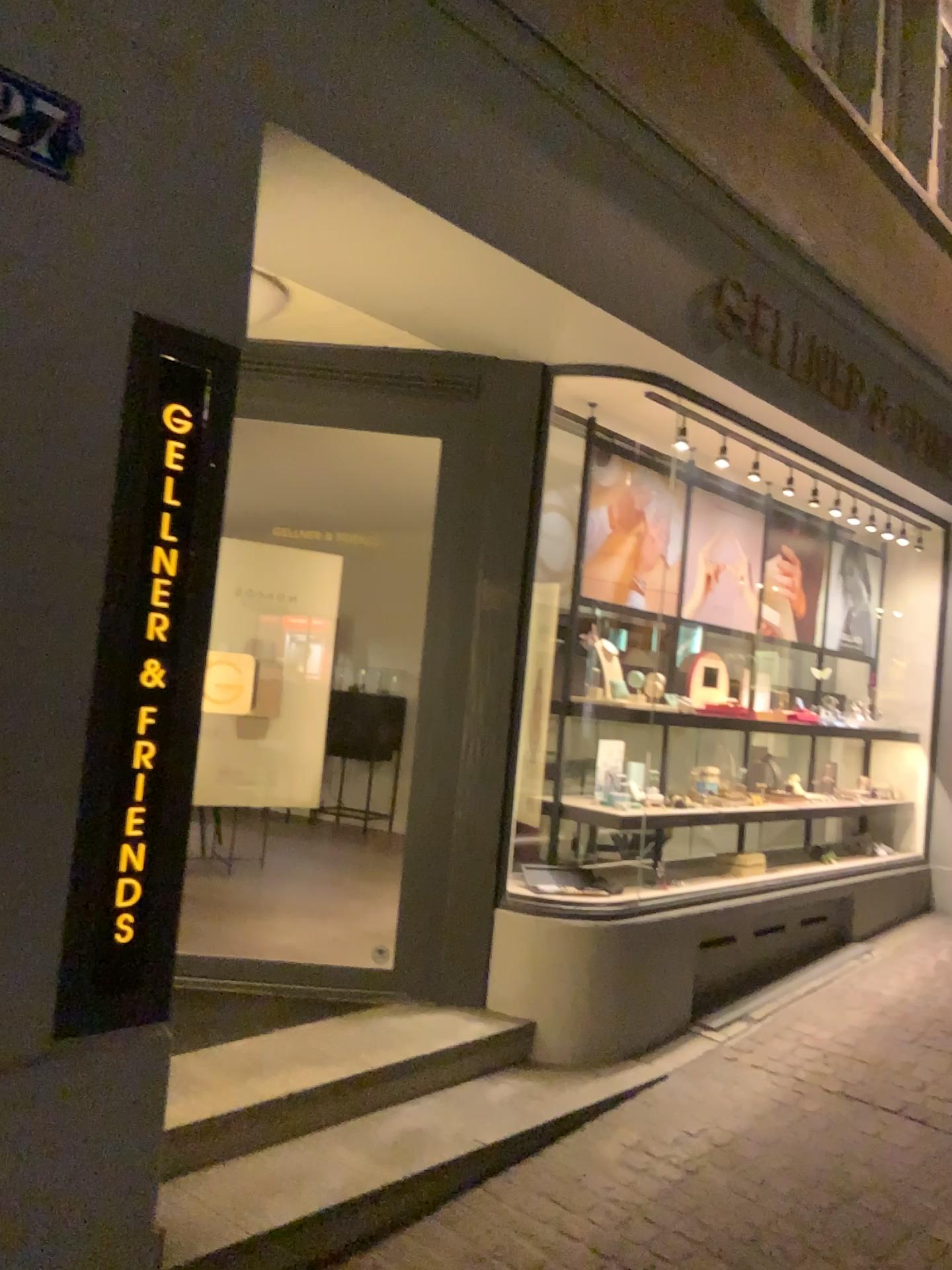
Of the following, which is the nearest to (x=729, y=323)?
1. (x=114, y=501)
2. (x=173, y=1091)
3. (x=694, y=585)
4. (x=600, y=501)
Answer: (x=600, y=501)

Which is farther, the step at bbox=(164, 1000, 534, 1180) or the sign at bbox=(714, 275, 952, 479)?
the sign at bbox=(714, 275, 952, 479)

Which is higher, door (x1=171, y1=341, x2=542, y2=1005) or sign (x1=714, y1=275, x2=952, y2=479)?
sign (x1=714, y1=275, x2=952, y2=479)

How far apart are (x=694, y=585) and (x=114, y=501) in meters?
3.2 m

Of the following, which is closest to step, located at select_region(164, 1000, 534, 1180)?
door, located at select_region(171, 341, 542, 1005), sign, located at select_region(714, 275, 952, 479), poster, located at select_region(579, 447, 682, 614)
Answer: door, located at select_region(171, 341, 542, 1005)

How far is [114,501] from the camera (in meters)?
2.09

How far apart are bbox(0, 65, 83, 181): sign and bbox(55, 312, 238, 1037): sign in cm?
31

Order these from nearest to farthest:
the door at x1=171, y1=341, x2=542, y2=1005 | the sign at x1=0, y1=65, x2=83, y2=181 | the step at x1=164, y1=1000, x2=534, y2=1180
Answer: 1. the sign at x1=0, y1=65, x2=83, y2=181
2. the step at x1=164, y1=1000, x2=534, y2=1180
3. the door at x1=171, y1=341, x2=542, y2=1005

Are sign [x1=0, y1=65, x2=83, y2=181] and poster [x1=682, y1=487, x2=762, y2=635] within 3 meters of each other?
no

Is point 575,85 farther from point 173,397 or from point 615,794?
point 615,794
